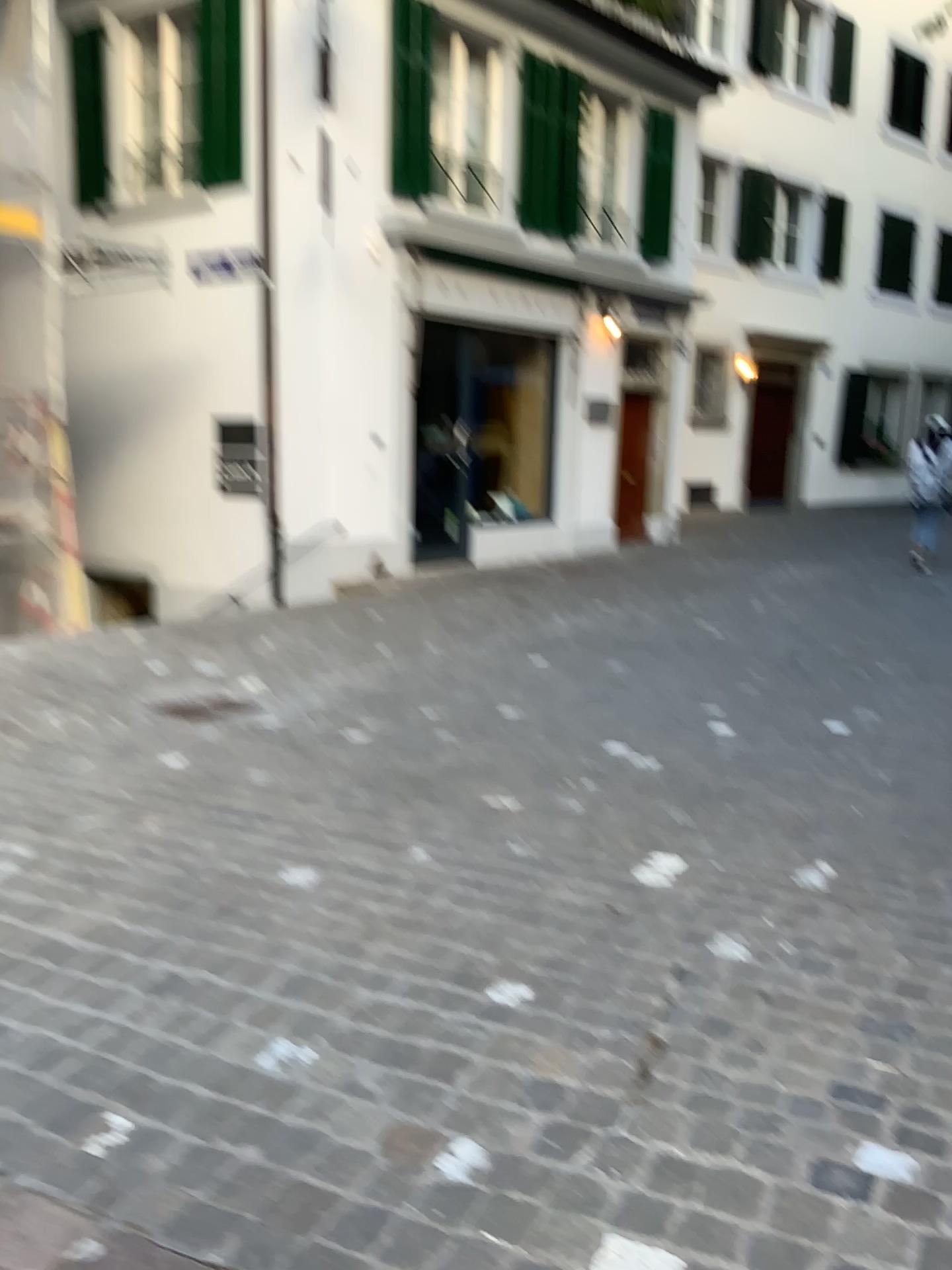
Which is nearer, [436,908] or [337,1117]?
[337,1117]
